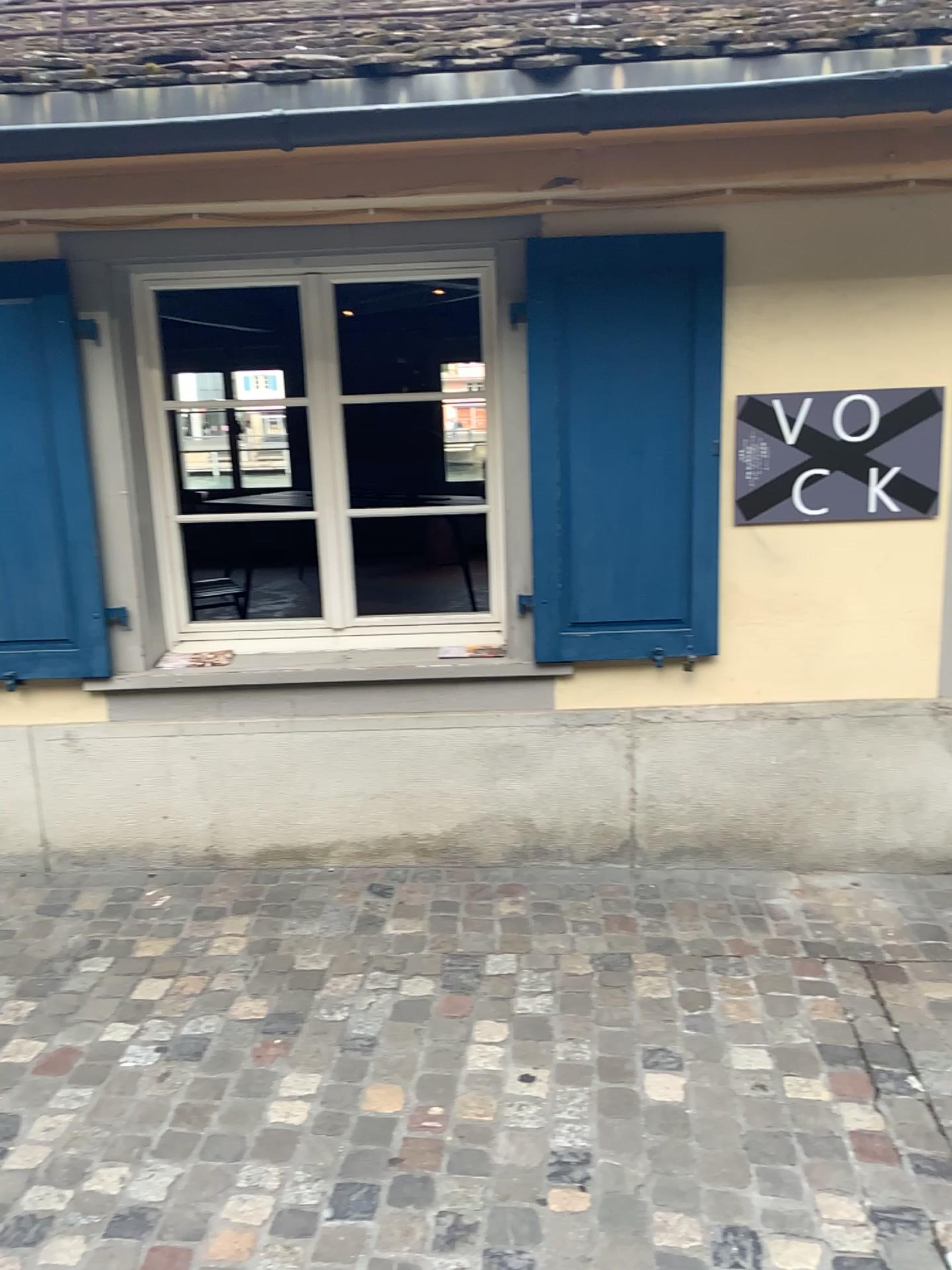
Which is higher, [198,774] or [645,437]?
[645,437]

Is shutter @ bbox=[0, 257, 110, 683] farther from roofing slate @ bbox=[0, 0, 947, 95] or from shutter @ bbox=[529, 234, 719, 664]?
shutter @ bbox=[529, 234, 719, 664]

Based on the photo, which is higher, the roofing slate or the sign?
the roofing slate

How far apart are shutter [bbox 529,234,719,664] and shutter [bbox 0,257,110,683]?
1.4 meters

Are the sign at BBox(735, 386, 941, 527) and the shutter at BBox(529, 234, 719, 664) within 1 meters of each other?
yes

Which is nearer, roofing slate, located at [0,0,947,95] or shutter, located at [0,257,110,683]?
roofing slate, located at [0,0,947,95]

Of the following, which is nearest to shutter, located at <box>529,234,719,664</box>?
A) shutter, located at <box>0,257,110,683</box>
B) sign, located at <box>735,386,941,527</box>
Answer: sign, located at <box>735,386,941,527</box>

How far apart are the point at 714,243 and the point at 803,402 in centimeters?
54cm

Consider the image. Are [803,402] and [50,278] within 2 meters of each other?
no

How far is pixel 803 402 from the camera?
3.1m
